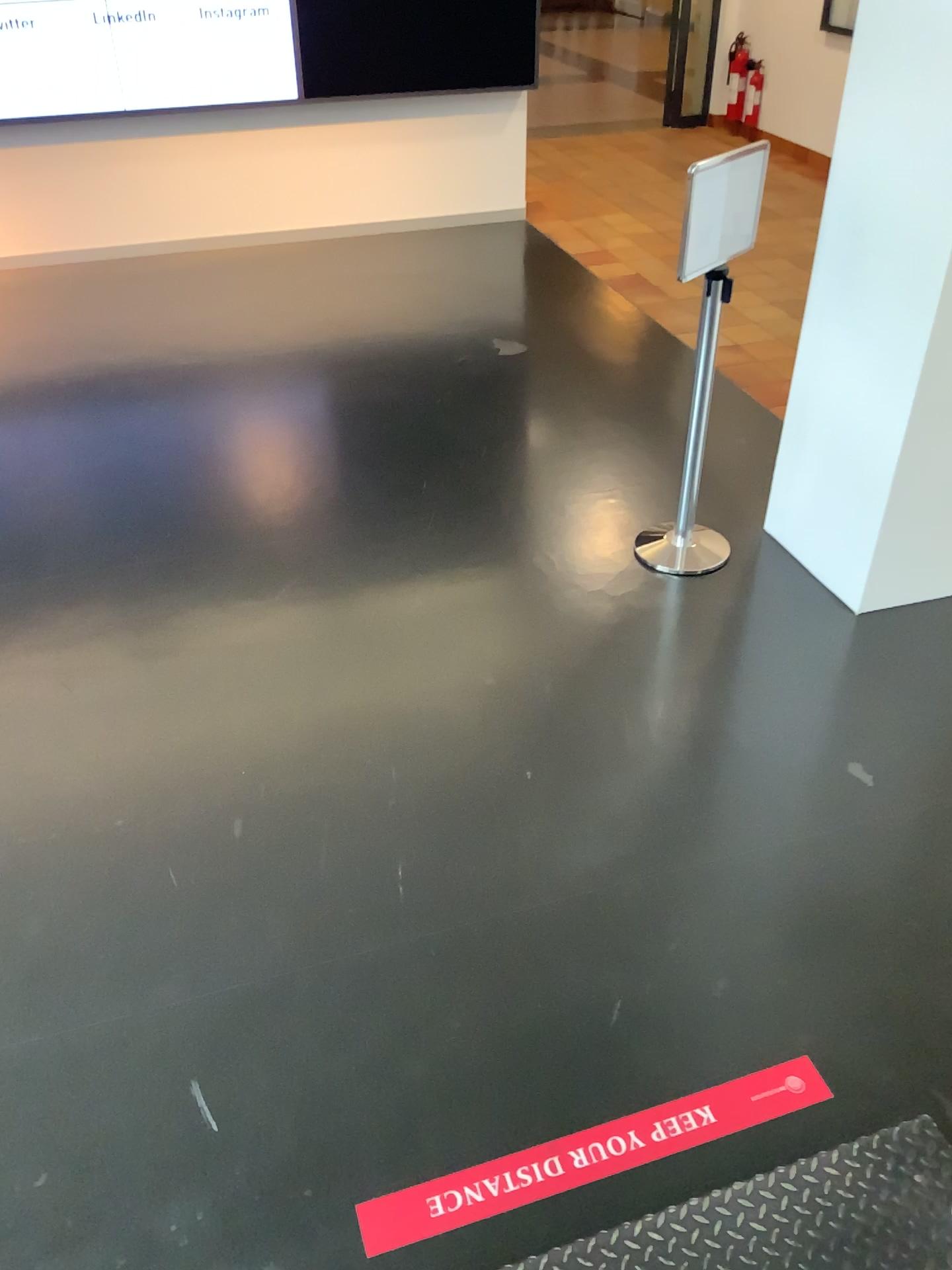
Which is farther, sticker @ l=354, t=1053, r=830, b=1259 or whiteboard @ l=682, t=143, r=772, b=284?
whiteboard @ l=682, t=143, r=772, b=284

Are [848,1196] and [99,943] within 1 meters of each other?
no

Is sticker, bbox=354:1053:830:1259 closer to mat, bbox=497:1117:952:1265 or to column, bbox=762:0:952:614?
mat, bbox=497:1117:952:1265

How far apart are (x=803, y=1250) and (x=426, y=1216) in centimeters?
69cm

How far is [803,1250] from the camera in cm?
178

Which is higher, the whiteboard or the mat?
the whiteboard

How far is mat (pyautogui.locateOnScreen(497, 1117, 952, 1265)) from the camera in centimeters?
178cm

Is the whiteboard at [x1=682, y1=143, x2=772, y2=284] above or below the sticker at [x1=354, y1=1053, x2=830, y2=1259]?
above

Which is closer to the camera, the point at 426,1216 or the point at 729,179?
the point at 426,1216

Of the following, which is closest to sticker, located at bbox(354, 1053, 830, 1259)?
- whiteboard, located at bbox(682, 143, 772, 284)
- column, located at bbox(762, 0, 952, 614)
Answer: column, located at bbox(762, 0, 952, 614)
